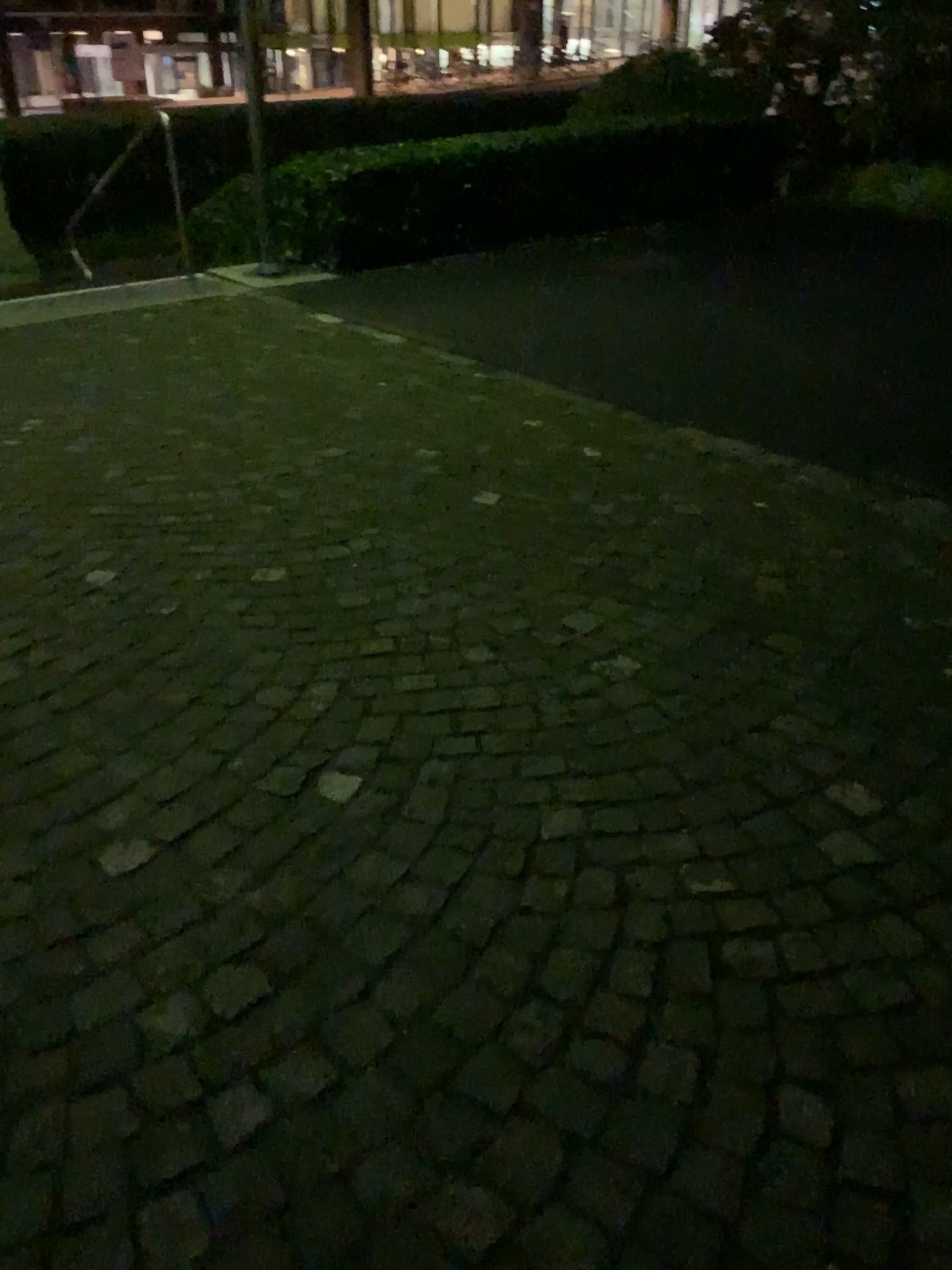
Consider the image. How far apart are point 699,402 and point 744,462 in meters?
0.7 m
